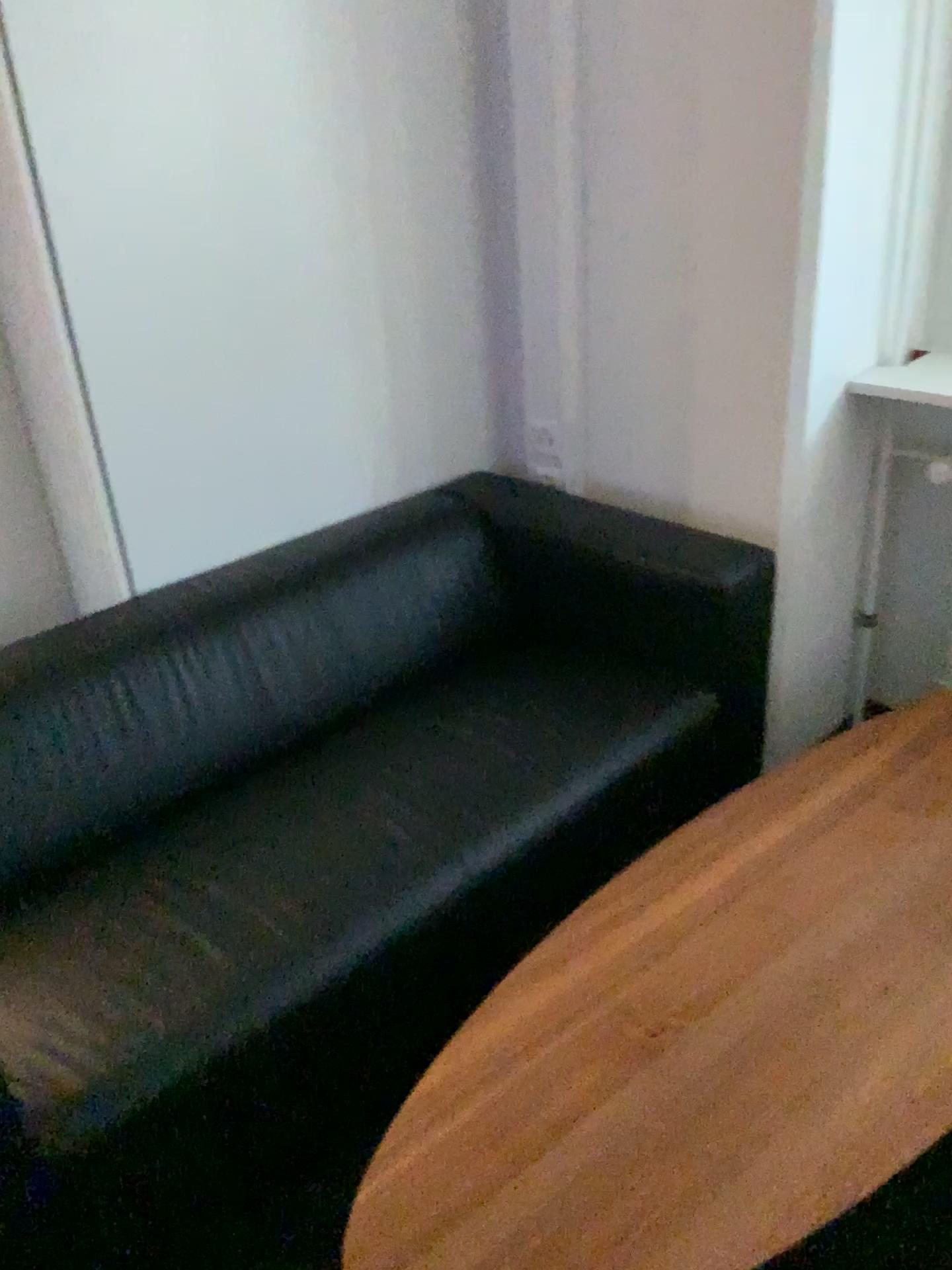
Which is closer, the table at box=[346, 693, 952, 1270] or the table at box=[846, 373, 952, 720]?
the table at box=[346, 693, 952, 1270]

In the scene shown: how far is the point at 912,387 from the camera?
2.2 meters

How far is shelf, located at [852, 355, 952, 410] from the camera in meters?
2.2 m

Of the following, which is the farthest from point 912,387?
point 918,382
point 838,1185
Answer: point 838,1185

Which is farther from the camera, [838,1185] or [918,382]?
[918,382]

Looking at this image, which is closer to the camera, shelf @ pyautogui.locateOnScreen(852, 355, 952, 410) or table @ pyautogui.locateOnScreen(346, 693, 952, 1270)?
table @ pyautogui.locateOnScreen(346, 693, 952, 1270)

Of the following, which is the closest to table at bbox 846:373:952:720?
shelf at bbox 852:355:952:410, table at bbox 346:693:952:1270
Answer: shelf at bbox 852:355:952:410

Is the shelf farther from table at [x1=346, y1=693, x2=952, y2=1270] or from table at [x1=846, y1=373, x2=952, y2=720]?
table at [x1=346, y1=693, x2=952, y2=1270]

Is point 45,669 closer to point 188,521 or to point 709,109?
point 188,521

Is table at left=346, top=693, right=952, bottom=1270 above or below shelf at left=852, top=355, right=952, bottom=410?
below
